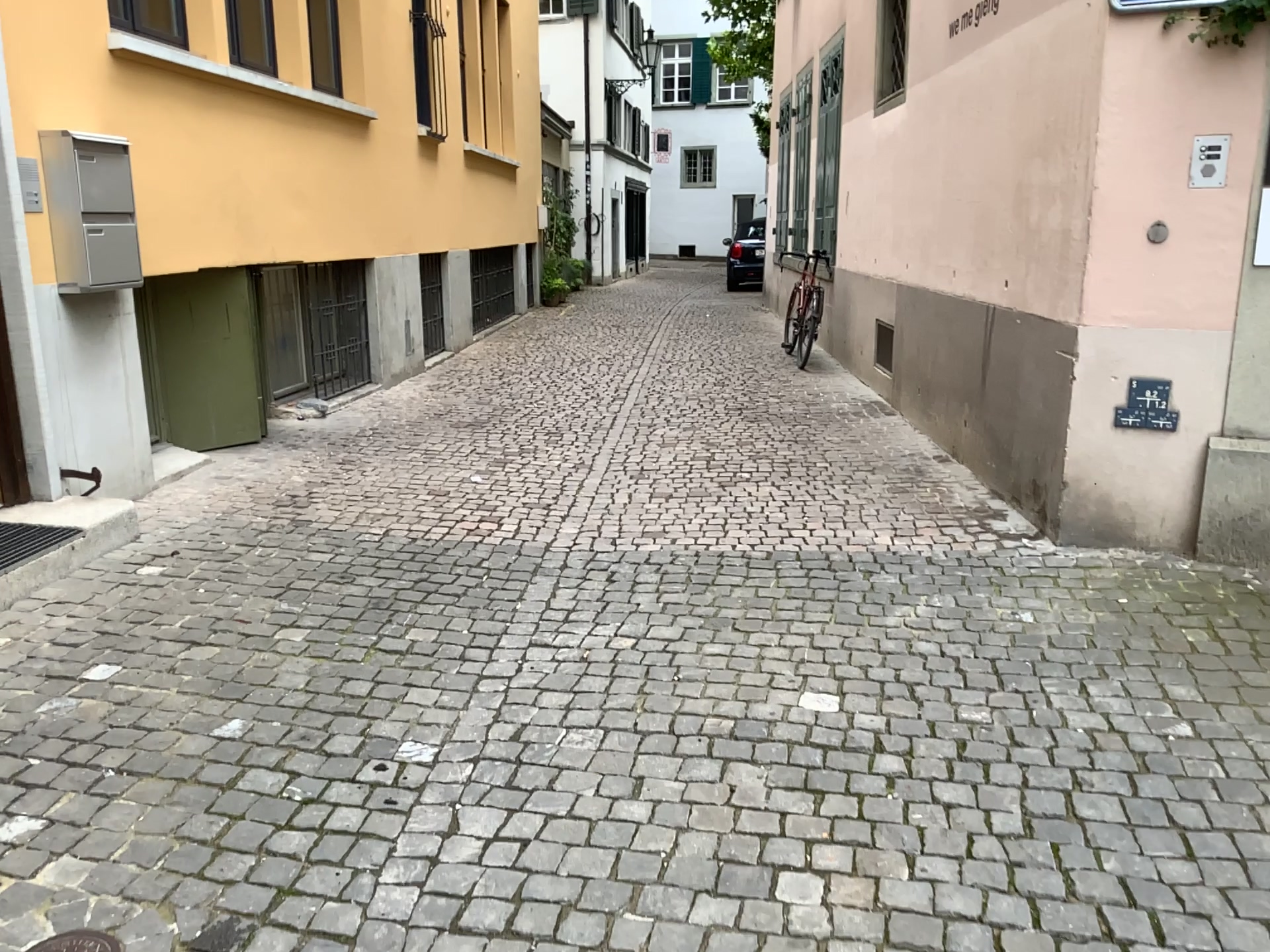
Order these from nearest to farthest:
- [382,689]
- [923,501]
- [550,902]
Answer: [550,902]
[382,689]
[923,501]
